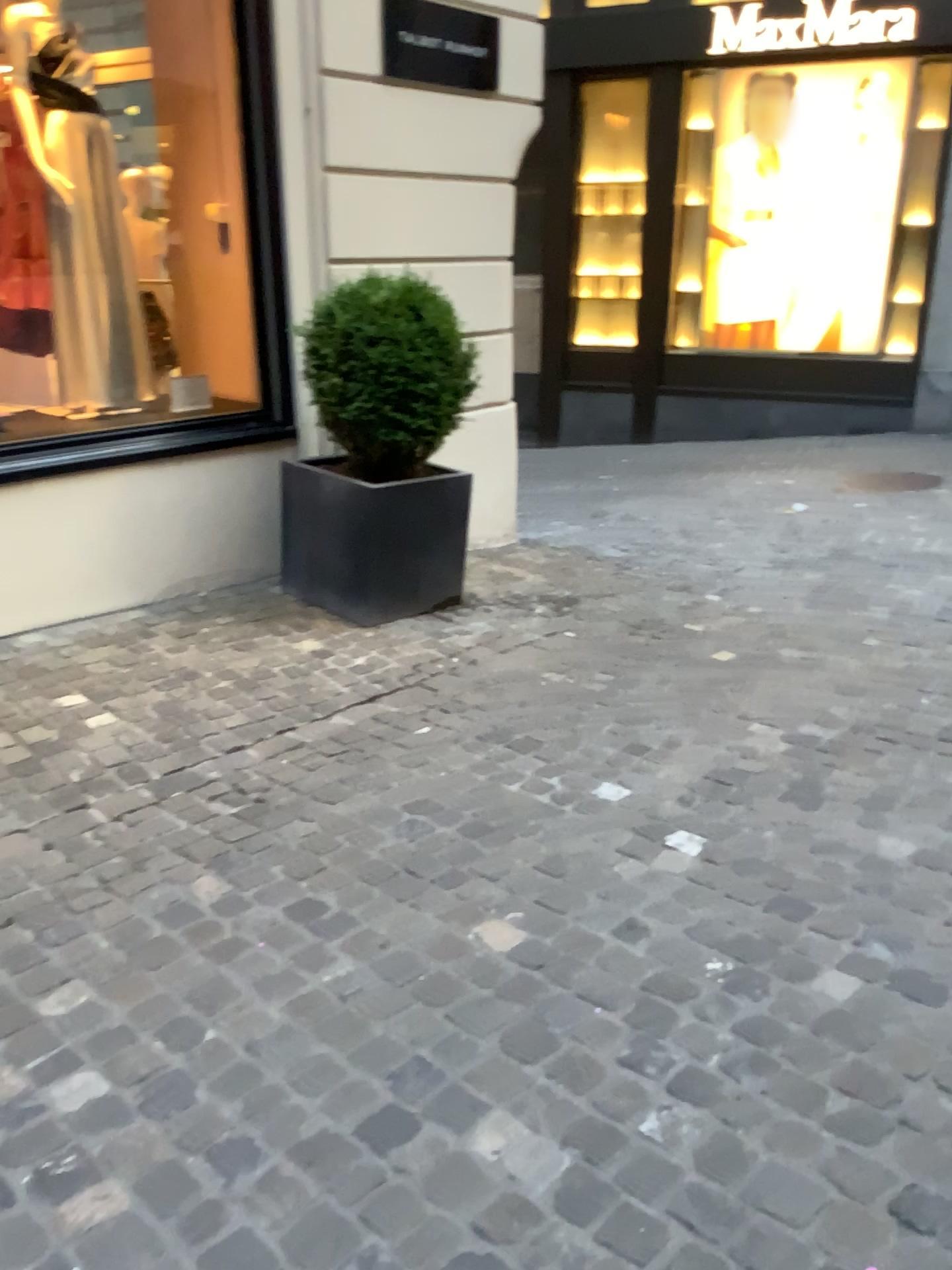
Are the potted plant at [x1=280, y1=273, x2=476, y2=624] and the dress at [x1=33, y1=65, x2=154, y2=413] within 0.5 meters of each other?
no

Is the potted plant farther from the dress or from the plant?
the dress

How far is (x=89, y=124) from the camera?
4.3 meters

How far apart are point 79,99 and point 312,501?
1.8 meters

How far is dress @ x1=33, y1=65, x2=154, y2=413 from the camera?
4.2 meters

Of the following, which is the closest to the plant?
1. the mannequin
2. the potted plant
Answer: the potted plant

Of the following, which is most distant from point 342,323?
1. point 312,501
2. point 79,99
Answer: point 79,99

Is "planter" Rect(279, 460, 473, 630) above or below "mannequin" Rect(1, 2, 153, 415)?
below

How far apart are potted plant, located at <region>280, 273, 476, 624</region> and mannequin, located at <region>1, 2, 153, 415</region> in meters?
0.9 m

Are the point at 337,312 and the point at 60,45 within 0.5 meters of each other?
no
